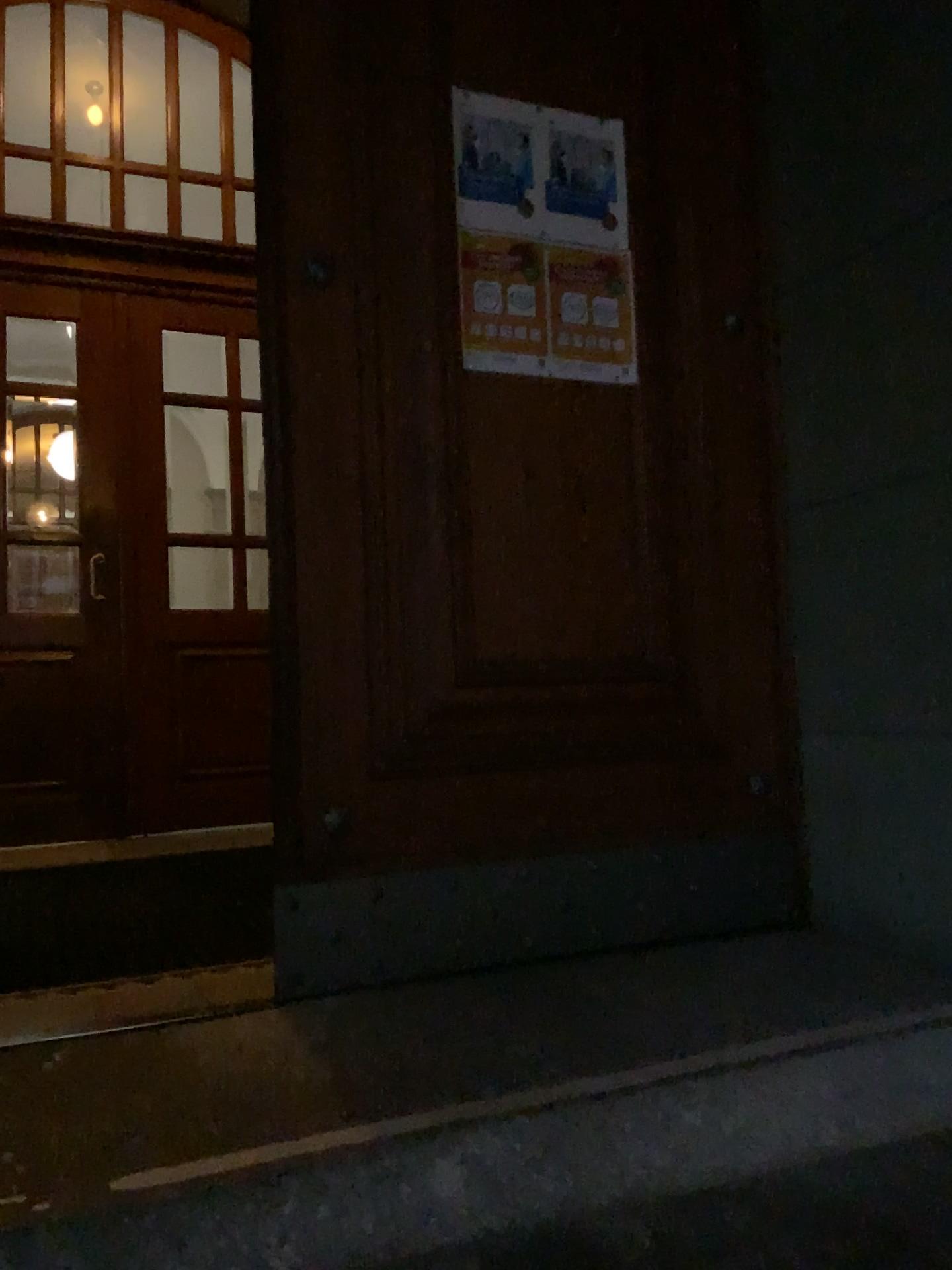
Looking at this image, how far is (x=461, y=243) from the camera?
2.2 meters

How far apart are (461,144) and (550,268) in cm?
32

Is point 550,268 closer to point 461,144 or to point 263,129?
point 461,144

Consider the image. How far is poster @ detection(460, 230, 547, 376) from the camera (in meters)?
2.22

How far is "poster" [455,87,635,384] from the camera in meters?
2.2

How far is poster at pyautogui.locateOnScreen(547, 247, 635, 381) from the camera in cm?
230

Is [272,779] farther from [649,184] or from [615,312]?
[649,184]
